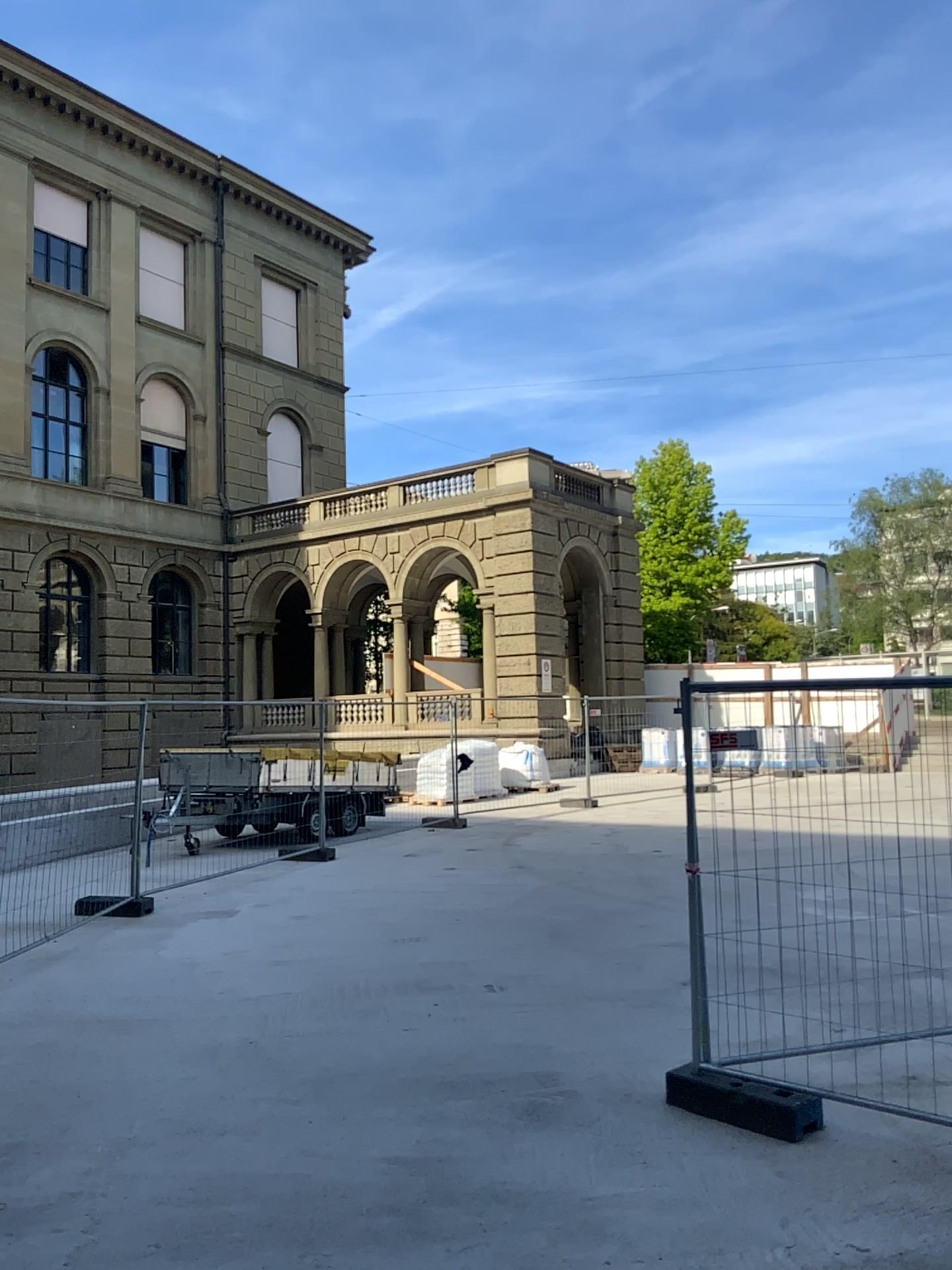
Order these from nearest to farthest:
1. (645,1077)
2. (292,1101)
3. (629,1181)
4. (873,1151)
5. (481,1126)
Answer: (629,1181) < (873,1151) < (481,1126) < (292,1101) < (645,1077)
